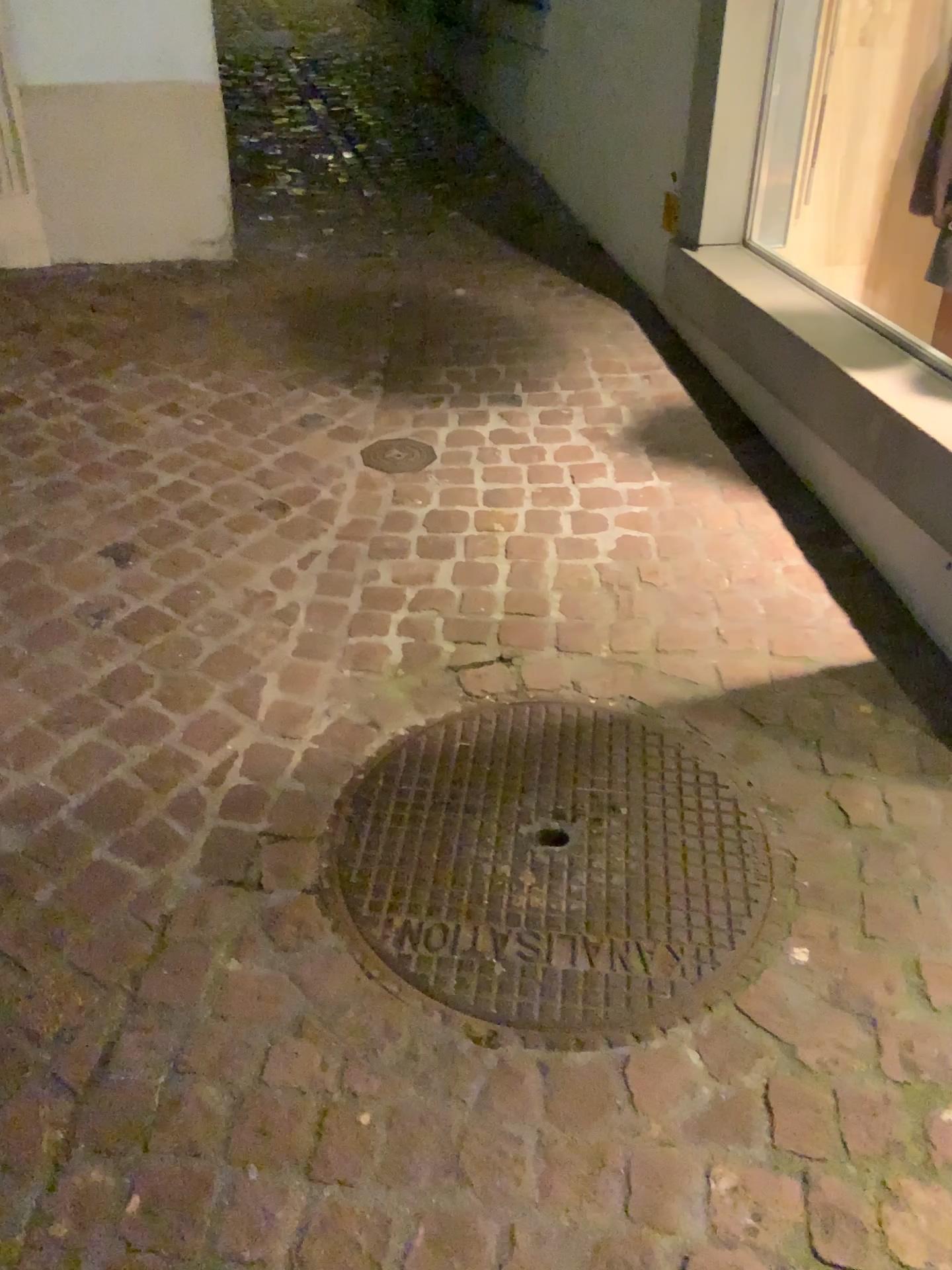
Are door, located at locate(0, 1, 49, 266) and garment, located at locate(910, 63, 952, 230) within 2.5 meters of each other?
no

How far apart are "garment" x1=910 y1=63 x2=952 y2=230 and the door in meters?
2.8

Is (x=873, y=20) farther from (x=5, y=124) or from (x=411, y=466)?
(x=5, y=124)

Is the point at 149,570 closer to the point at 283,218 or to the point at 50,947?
the point at 50,947

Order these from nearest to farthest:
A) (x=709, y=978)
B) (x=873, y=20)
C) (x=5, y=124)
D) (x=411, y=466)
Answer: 1. (x=709, y=978)
2. (x=411, y=466)
3. (x=873, y=20)
4. (x=5, y=124)

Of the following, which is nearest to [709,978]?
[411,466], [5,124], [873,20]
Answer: [411,466]

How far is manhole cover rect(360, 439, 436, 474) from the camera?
2.7m

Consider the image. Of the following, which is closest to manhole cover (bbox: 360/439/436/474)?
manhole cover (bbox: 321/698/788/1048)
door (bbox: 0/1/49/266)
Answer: manhole cover (bbox: 321/698/788/1048)

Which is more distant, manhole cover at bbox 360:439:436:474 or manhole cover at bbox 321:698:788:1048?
manhole cover at bbox 360:439:436:474

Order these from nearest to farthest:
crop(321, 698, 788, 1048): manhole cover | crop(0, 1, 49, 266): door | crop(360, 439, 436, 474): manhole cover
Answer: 1. crop(321, 698, 788, 1048): manhole cover
2. crop(360, 439, 436, 474): manhole cover
3. crop(0, 1, 49, 266): door
